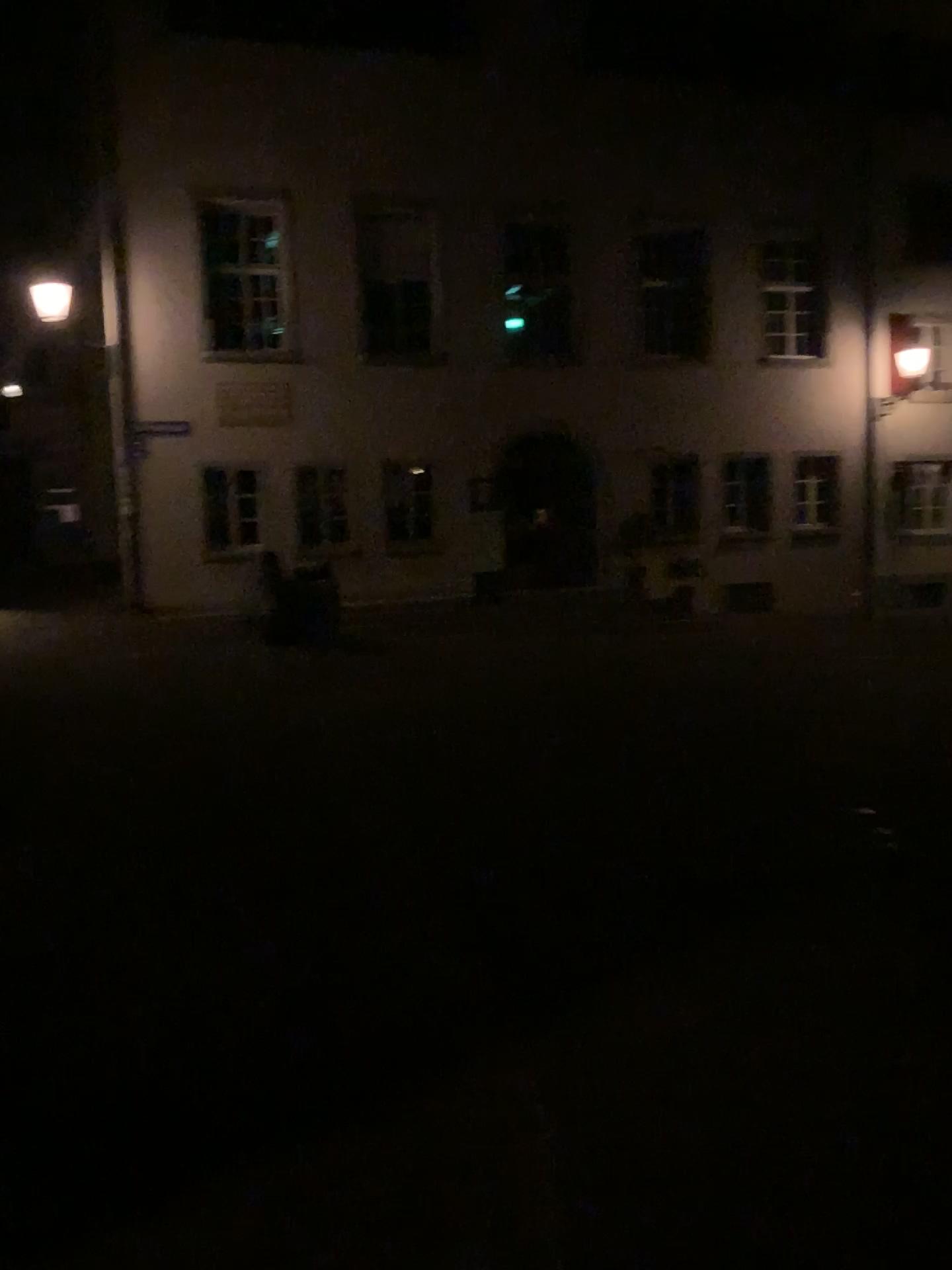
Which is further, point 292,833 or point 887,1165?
point 292,833
